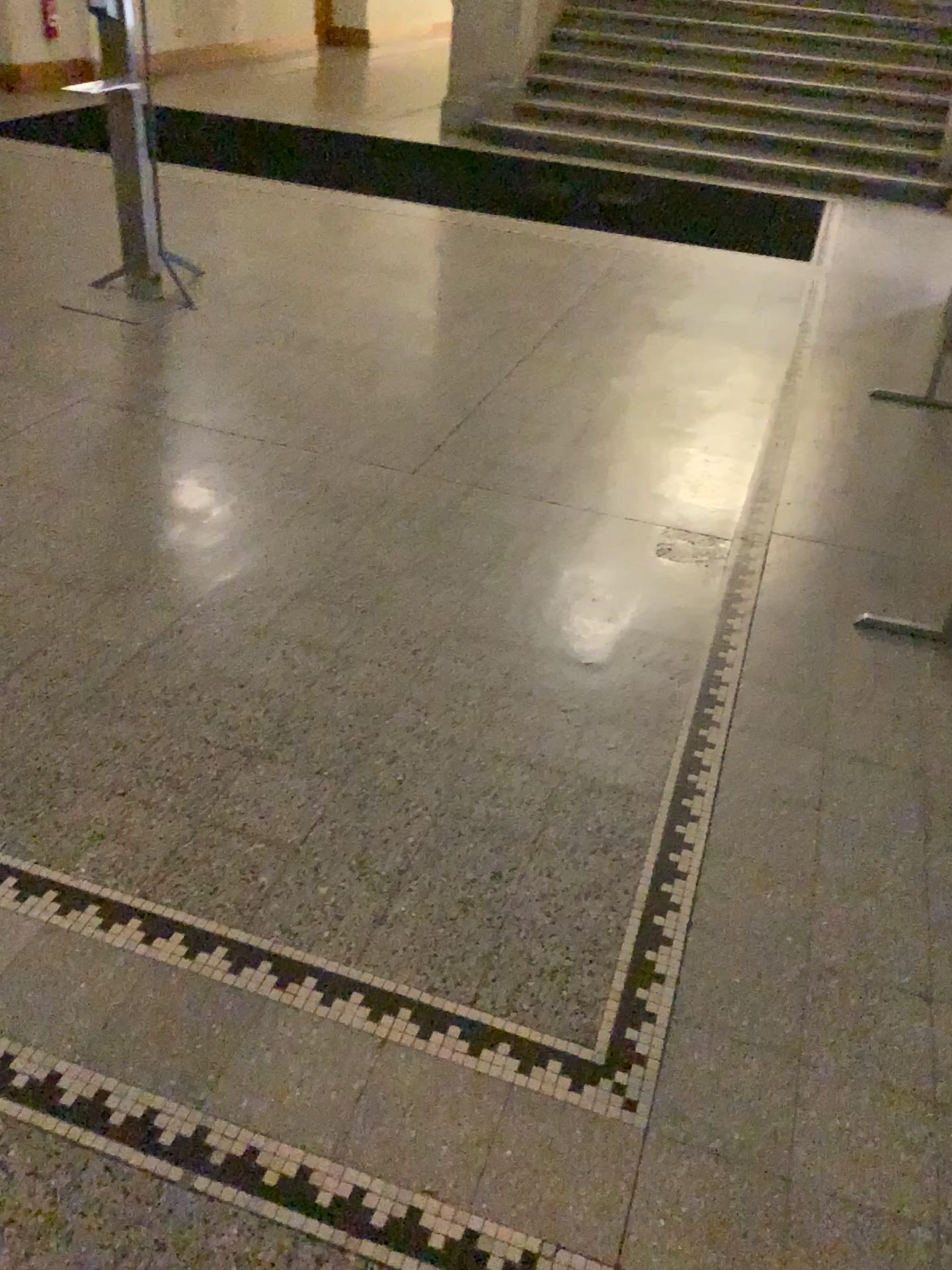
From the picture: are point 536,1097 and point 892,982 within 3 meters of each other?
yes
